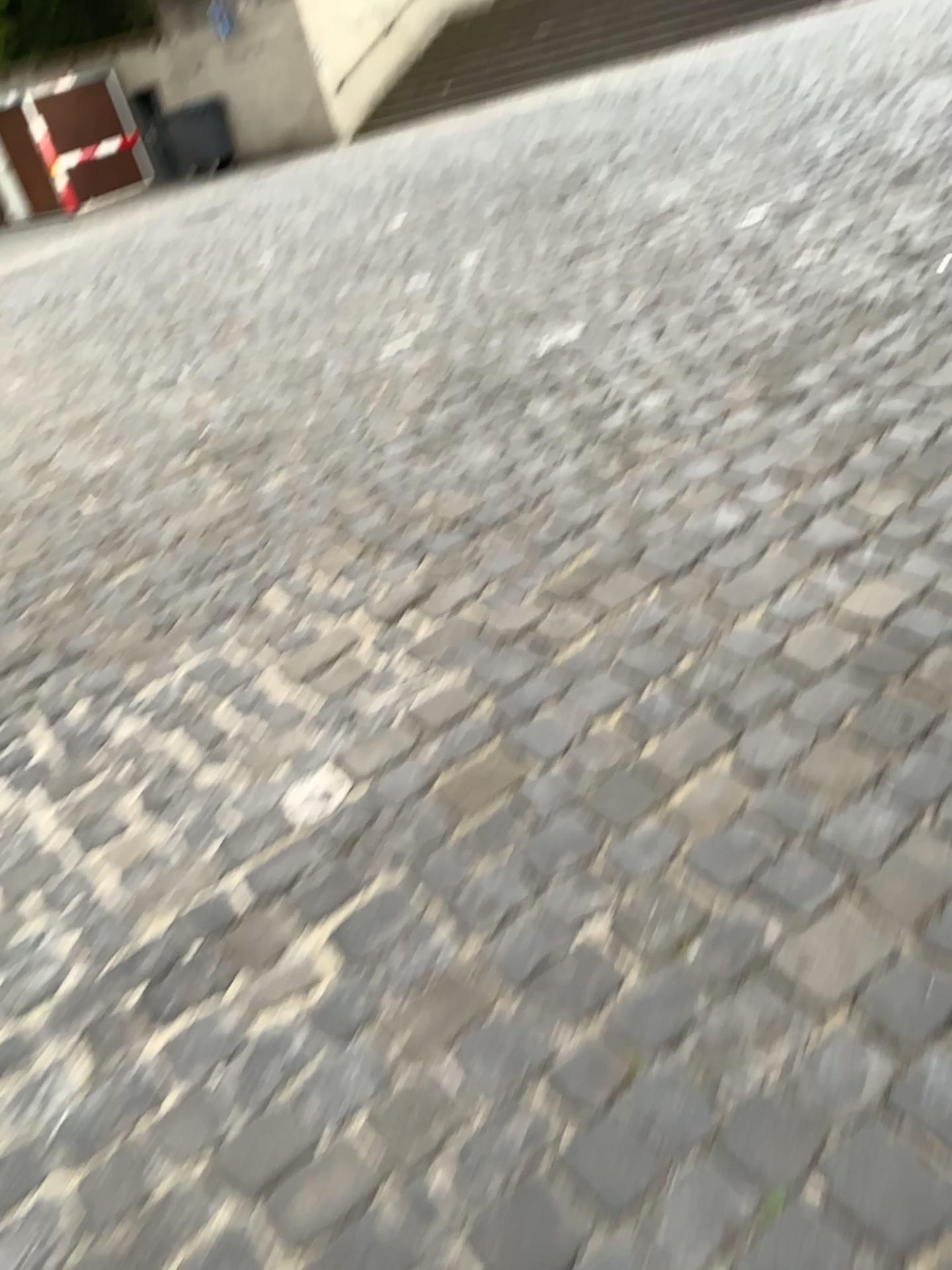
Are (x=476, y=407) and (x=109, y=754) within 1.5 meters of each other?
no
